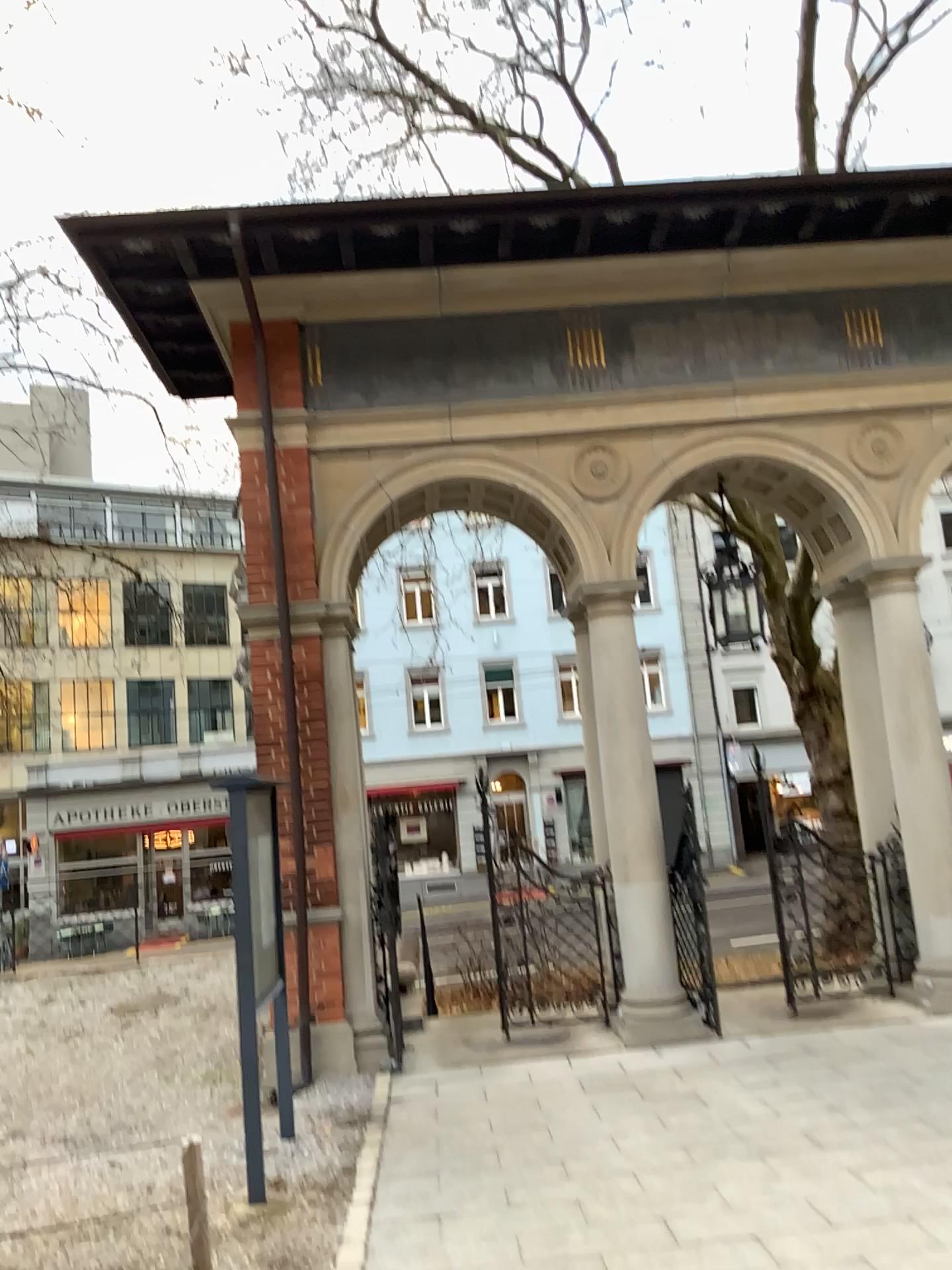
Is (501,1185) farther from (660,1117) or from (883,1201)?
(883,1201)
